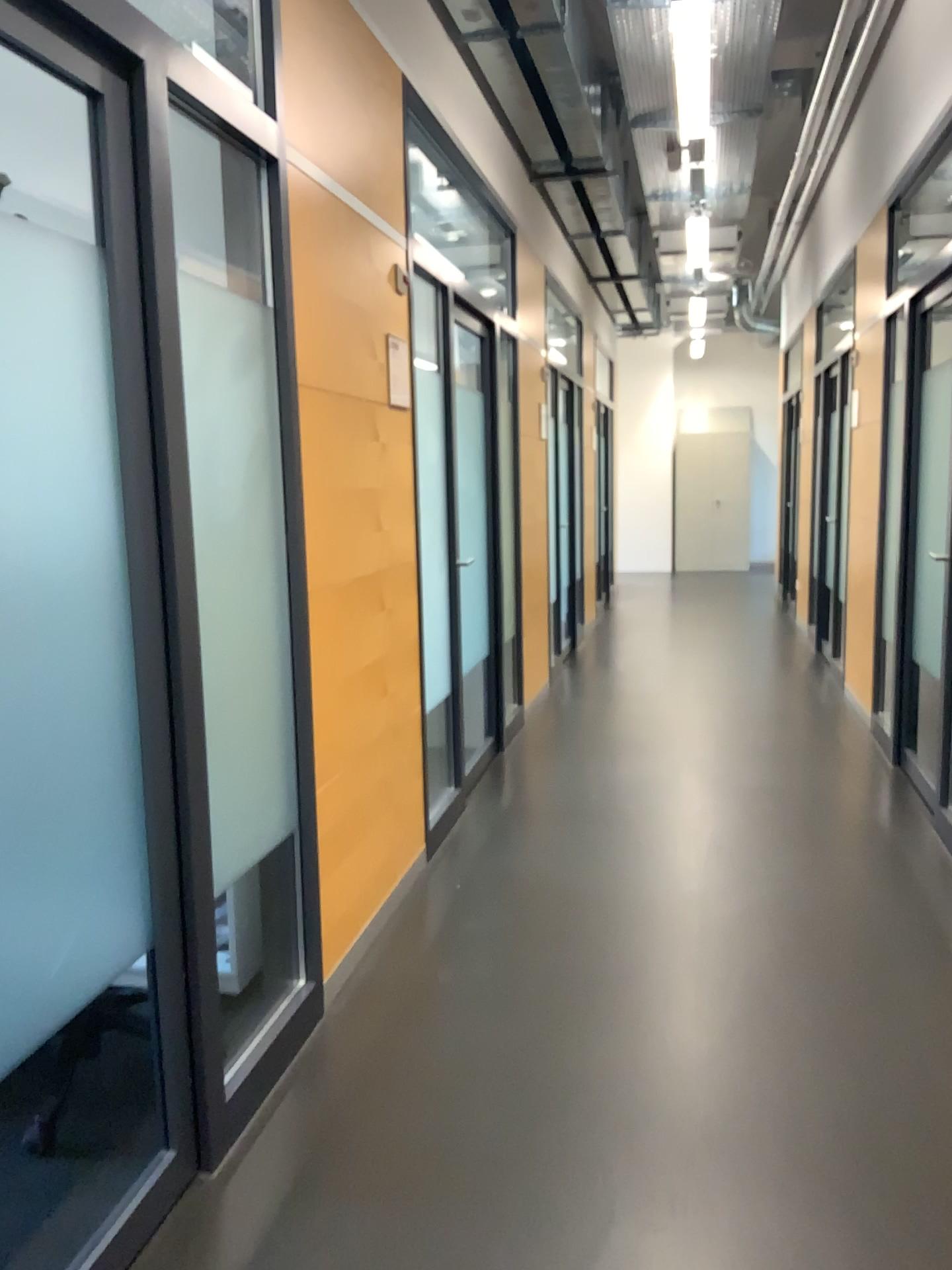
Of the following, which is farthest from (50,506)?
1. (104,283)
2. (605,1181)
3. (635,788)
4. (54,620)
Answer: (635,788)
